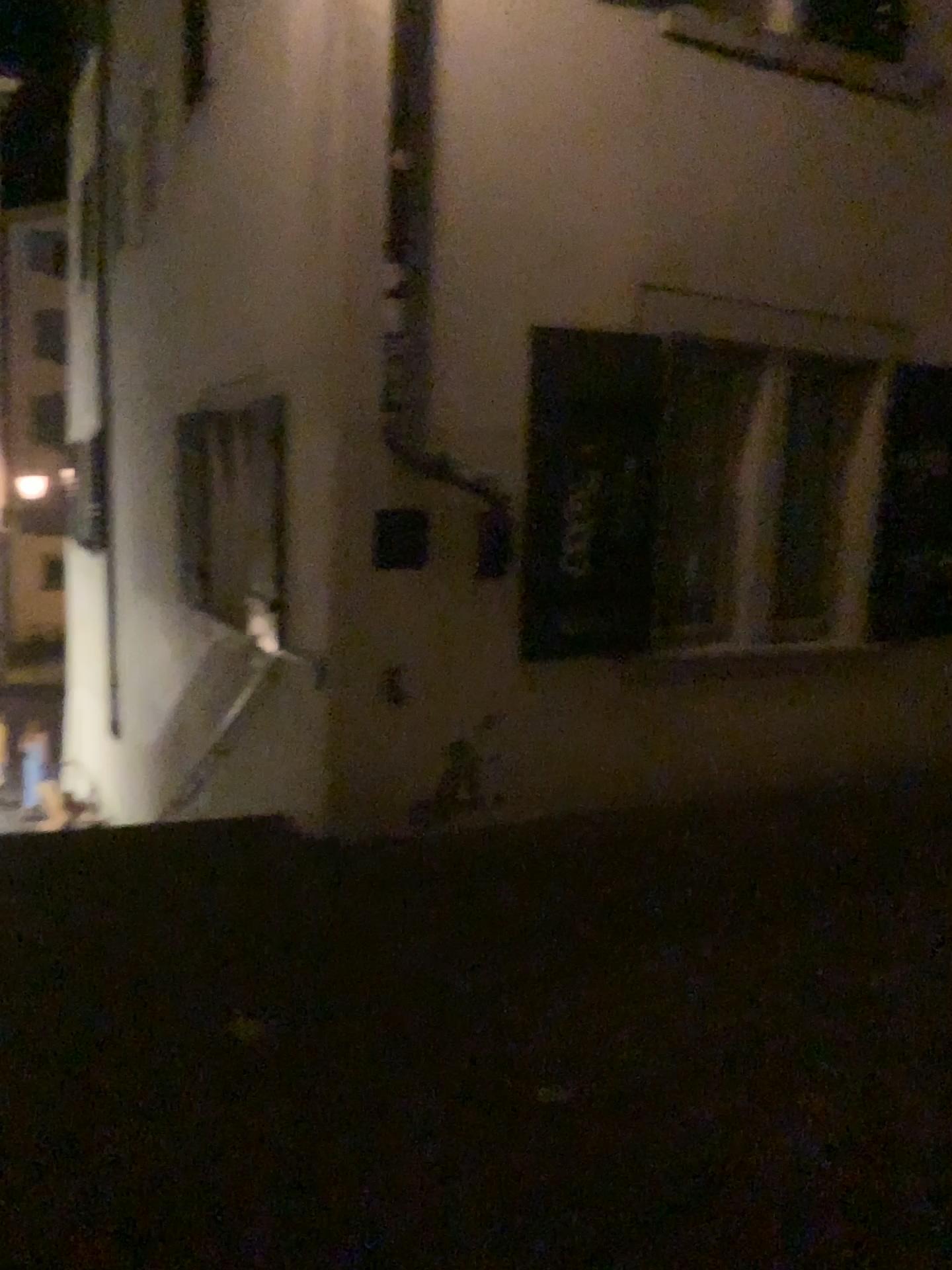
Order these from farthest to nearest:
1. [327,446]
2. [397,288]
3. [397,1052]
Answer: [327,446], [397,288], [397,1052]
